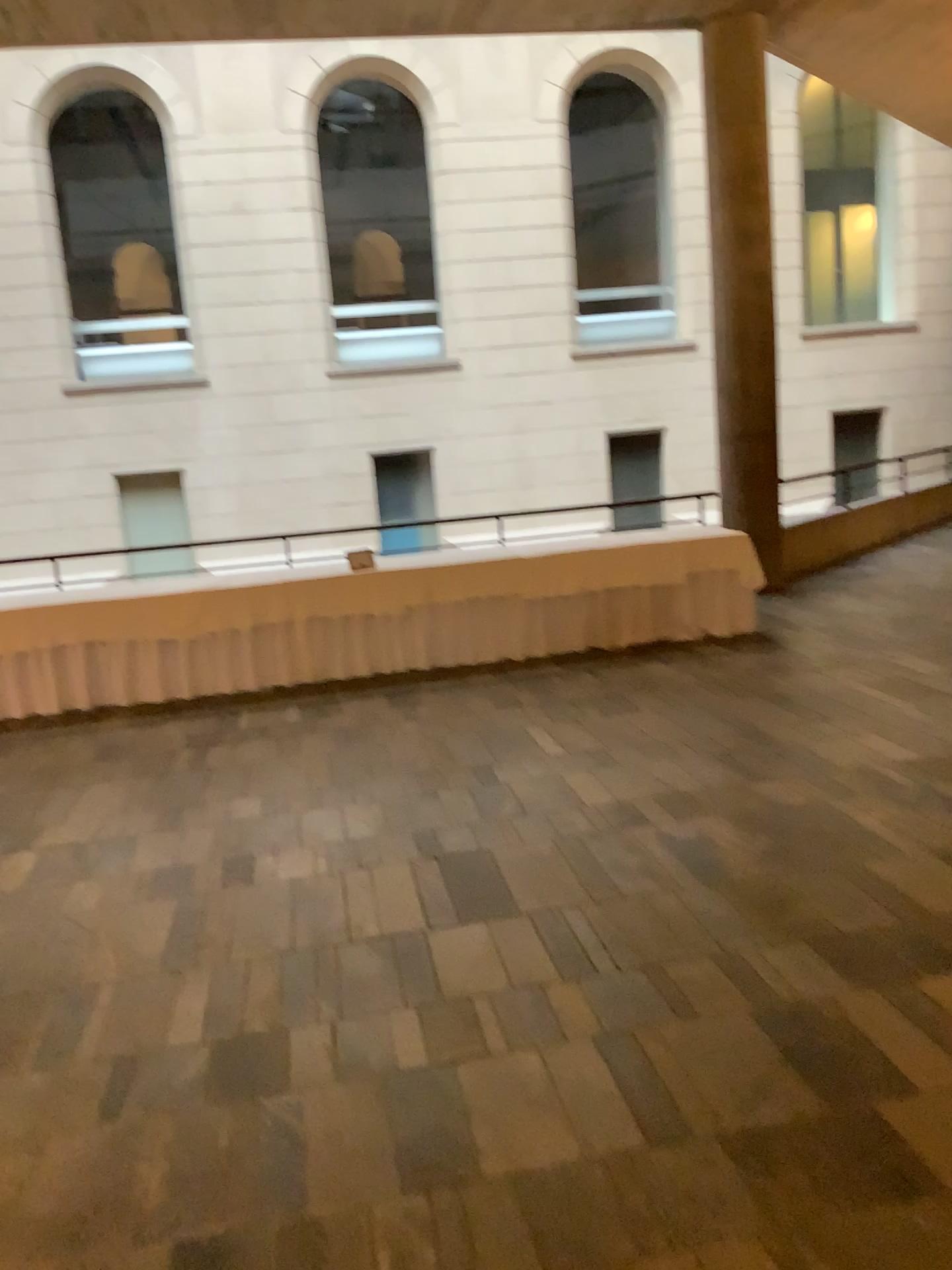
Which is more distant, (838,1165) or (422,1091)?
(422,1091)
